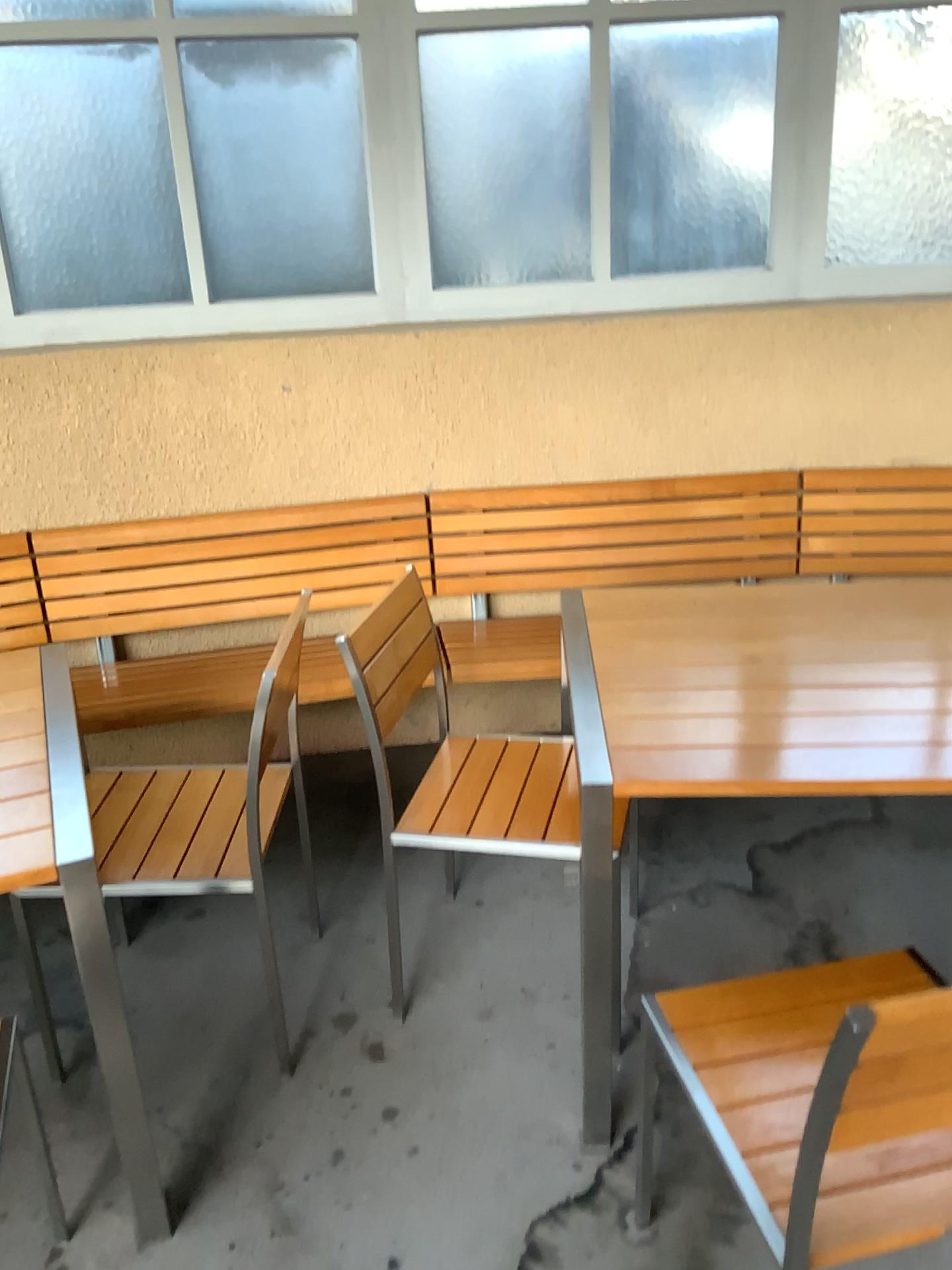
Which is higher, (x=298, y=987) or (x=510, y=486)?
(x=510, y=486)

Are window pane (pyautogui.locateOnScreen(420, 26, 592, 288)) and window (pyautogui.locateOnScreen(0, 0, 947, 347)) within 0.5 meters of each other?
yes

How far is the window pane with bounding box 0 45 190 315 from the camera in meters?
2.7

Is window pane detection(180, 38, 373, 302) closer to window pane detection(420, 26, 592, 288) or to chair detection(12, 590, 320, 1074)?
window pane detection(420, 26, 592, 288)

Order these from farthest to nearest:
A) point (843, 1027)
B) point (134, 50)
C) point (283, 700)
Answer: point (134, 50) < point (283, 700) < point (843, 1027)

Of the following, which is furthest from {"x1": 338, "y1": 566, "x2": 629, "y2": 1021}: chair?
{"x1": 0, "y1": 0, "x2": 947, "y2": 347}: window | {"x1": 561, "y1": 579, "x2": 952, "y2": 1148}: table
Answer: {"x1": 0, "y1": 0, "x2": 947, "y2": 347}: window

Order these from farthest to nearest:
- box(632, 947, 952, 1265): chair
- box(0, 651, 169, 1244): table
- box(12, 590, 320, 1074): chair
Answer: box(12, 590, 320, 1074): chair → box(0, 651, 169, 1244): table → box(632, 947, 952, 1265): chair

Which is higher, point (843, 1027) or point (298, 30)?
point (298, 30)

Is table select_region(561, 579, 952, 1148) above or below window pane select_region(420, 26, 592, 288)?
below

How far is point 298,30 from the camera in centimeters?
277cm
